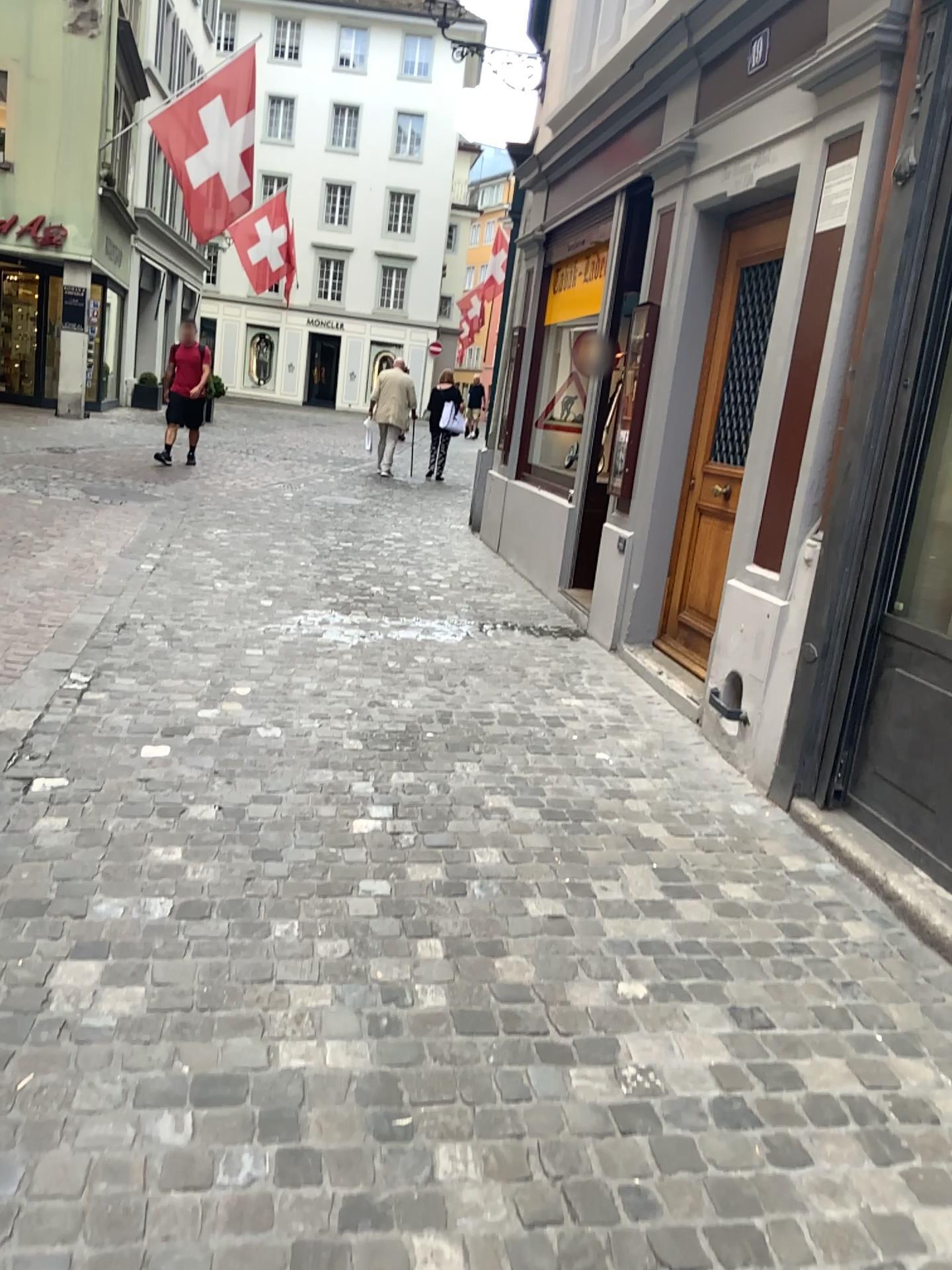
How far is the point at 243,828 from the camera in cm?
319
